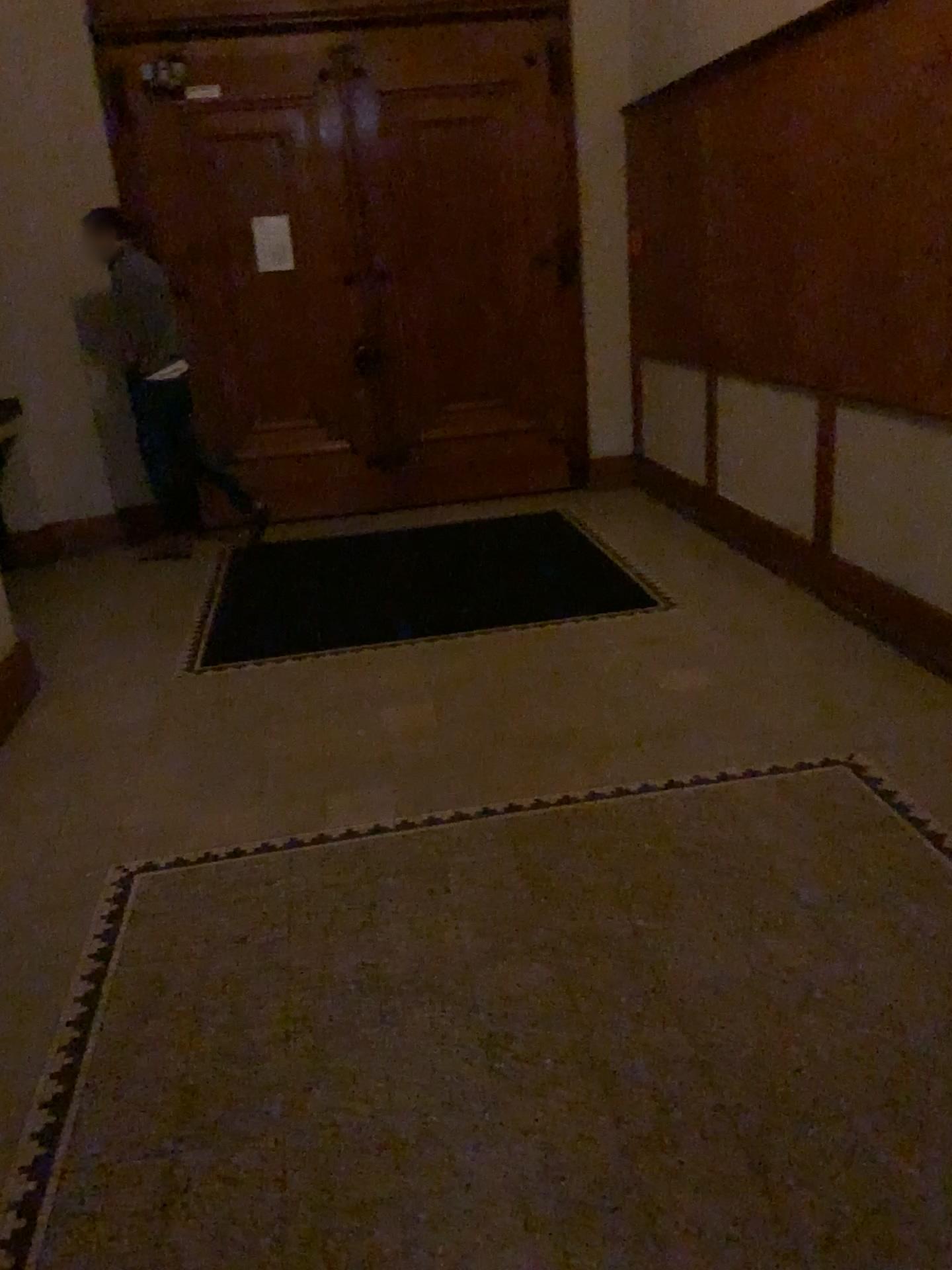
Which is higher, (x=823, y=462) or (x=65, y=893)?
(x=823, y=462)
